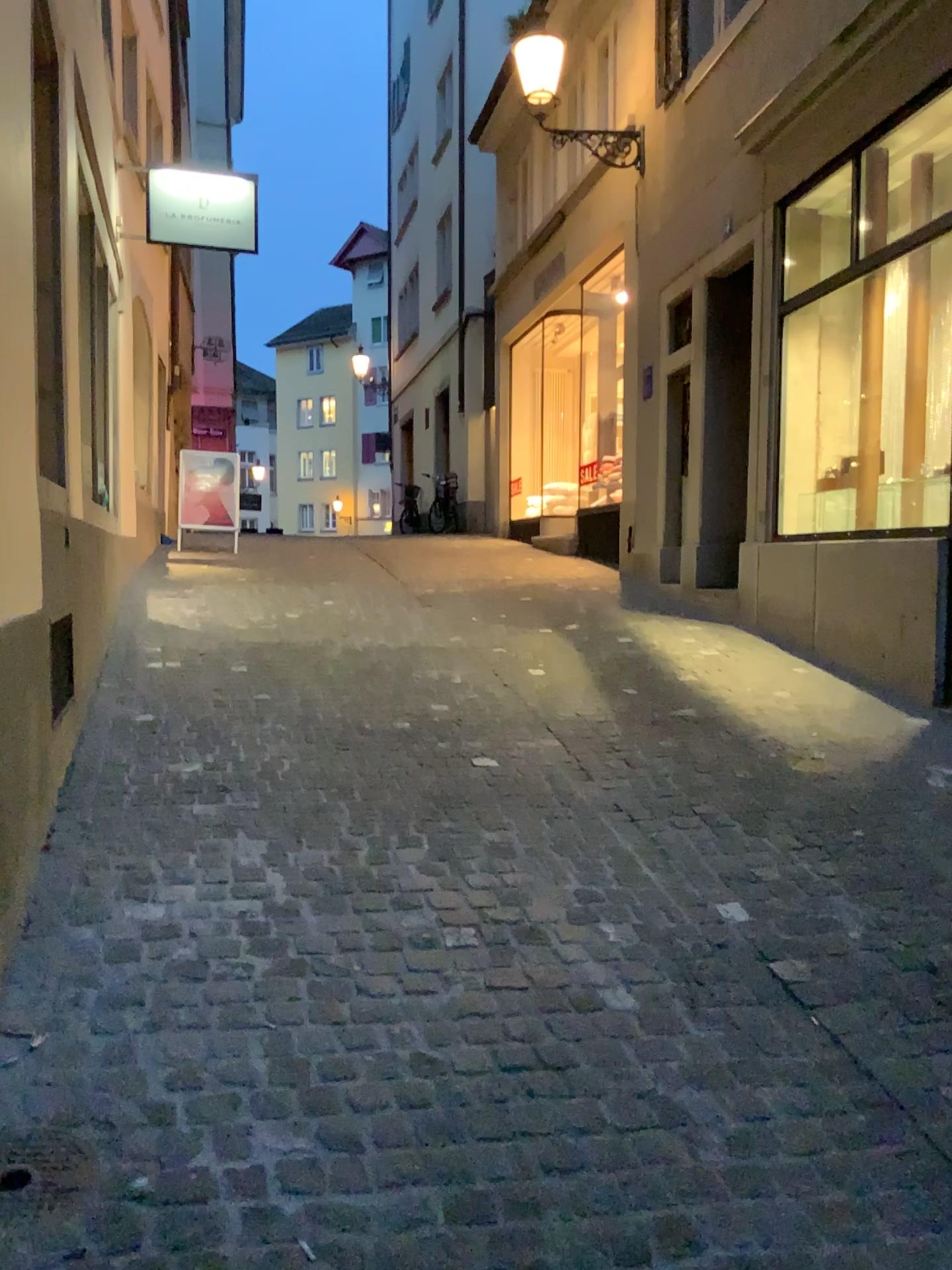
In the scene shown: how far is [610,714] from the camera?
4.9 meters
